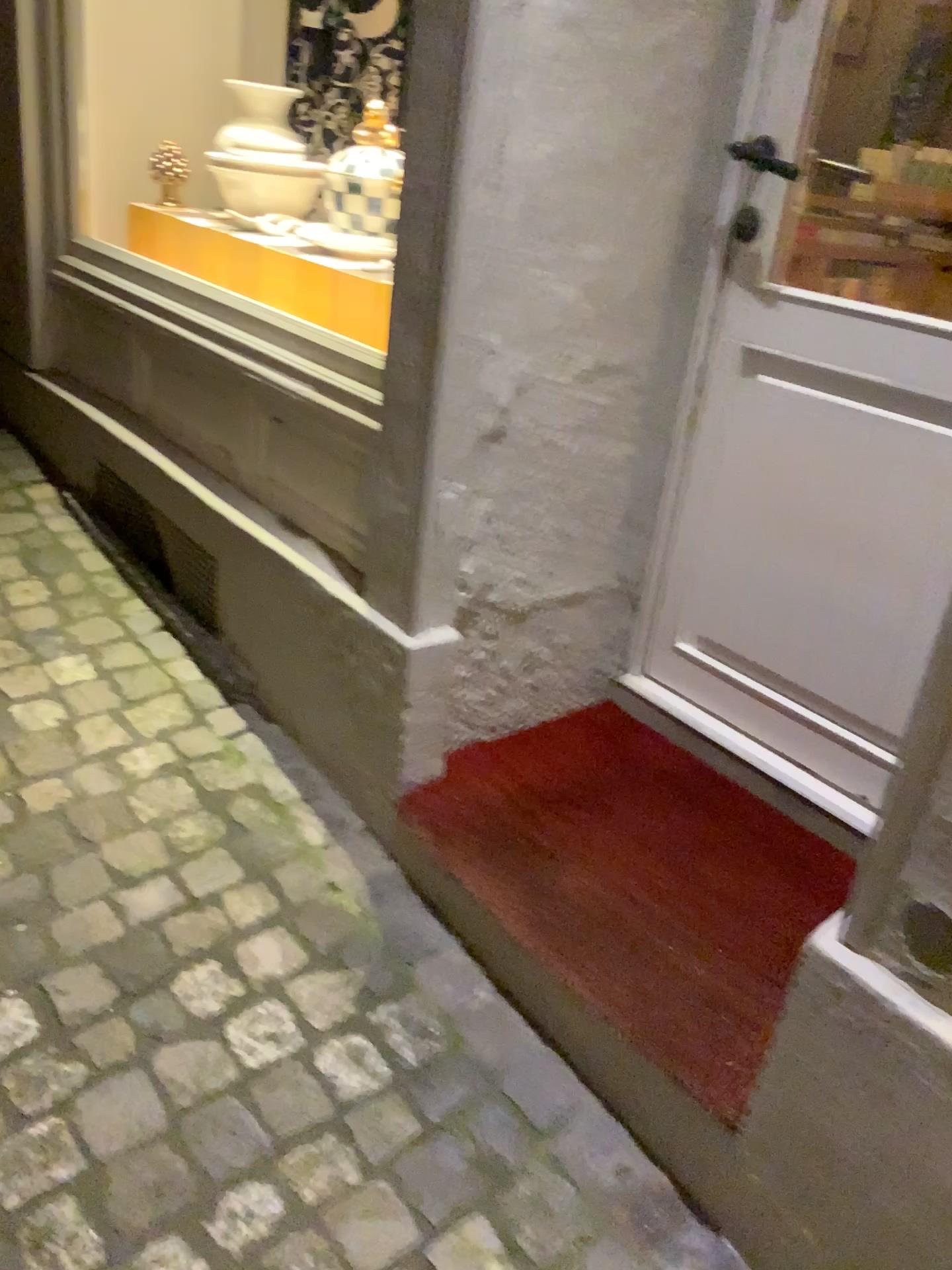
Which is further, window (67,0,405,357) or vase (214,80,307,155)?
vase (214,80,307,155)

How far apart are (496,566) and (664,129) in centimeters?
70cm

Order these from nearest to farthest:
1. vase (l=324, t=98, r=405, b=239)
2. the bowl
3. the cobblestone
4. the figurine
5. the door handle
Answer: the cobblestone < the door handle < vase (l=324, t=98, r=405, b=239) < the bowl < the figurine

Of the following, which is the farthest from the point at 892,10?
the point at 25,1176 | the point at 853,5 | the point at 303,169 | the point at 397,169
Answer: the point at 25,1176

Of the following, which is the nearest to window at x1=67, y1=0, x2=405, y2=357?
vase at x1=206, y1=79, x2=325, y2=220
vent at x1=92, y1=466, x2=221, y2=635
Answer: vase at x1=206, y1=79, x2=325, y2=220

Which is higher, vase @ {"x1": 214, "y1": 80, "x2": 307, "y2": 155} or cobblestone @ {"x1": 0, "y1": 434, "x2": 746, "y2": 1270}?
vase @ {"x1": 214, "y1": 80, "x2": 307, "y2": 155}

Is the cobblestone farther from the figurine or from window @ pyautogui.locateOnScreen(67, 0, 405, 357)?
the figurine

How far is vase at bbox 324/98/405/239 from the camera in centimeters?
201cm

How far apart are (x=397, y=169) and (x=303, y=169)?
0.36m

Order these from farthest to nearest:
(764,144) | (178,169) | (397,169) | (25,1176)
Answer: (178,169) < (397,169) < (764,144) < (25,1176)
